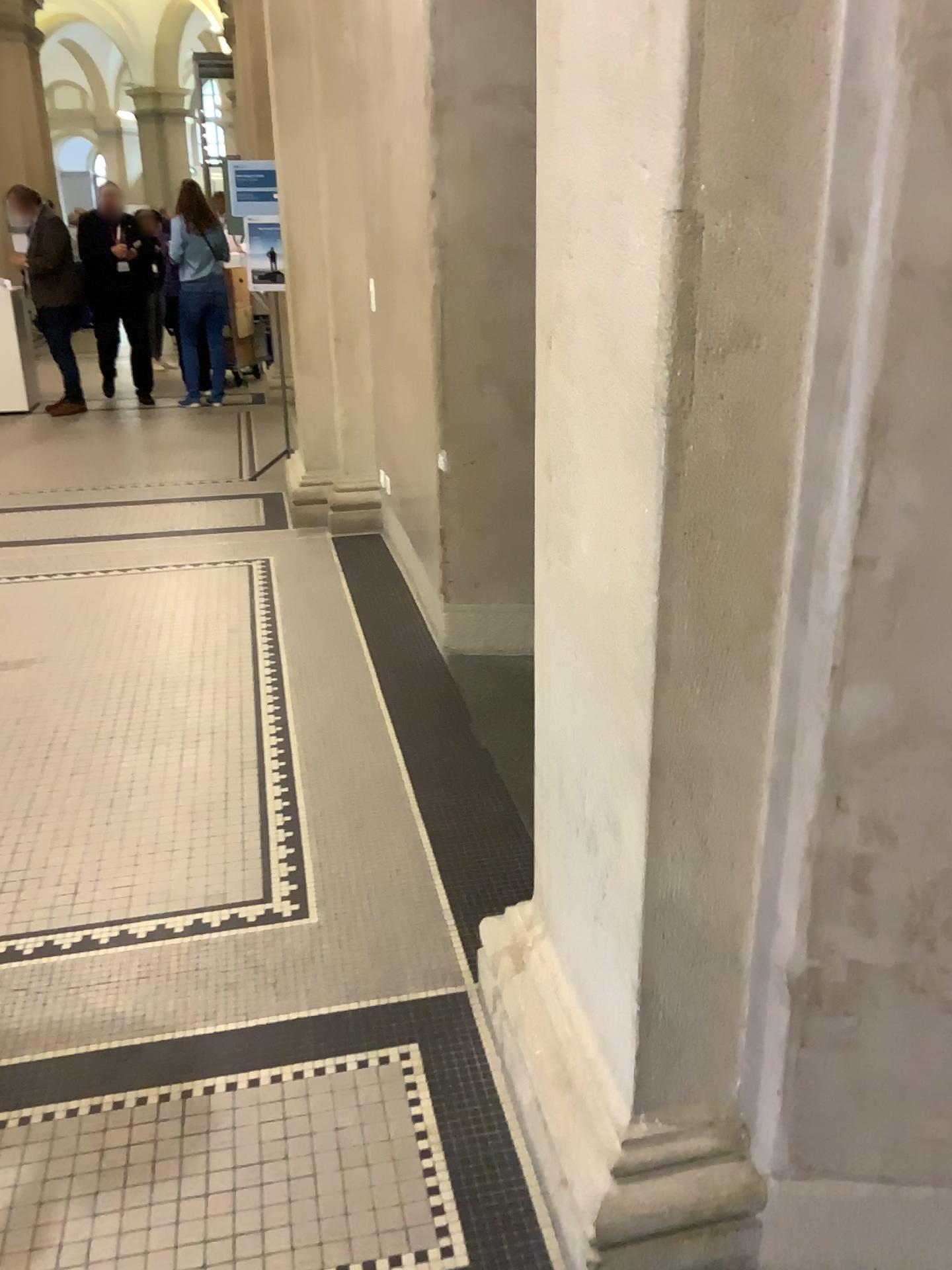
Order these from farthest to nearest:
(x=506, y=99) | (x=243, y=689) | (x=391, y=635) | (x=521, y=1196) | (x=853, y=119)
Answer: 1. (x=391, y=635)
2. (x=243, y=689)
3. (x=506, y=99)
4. (x=521, y=1196)
5. (x=853, y=119)
